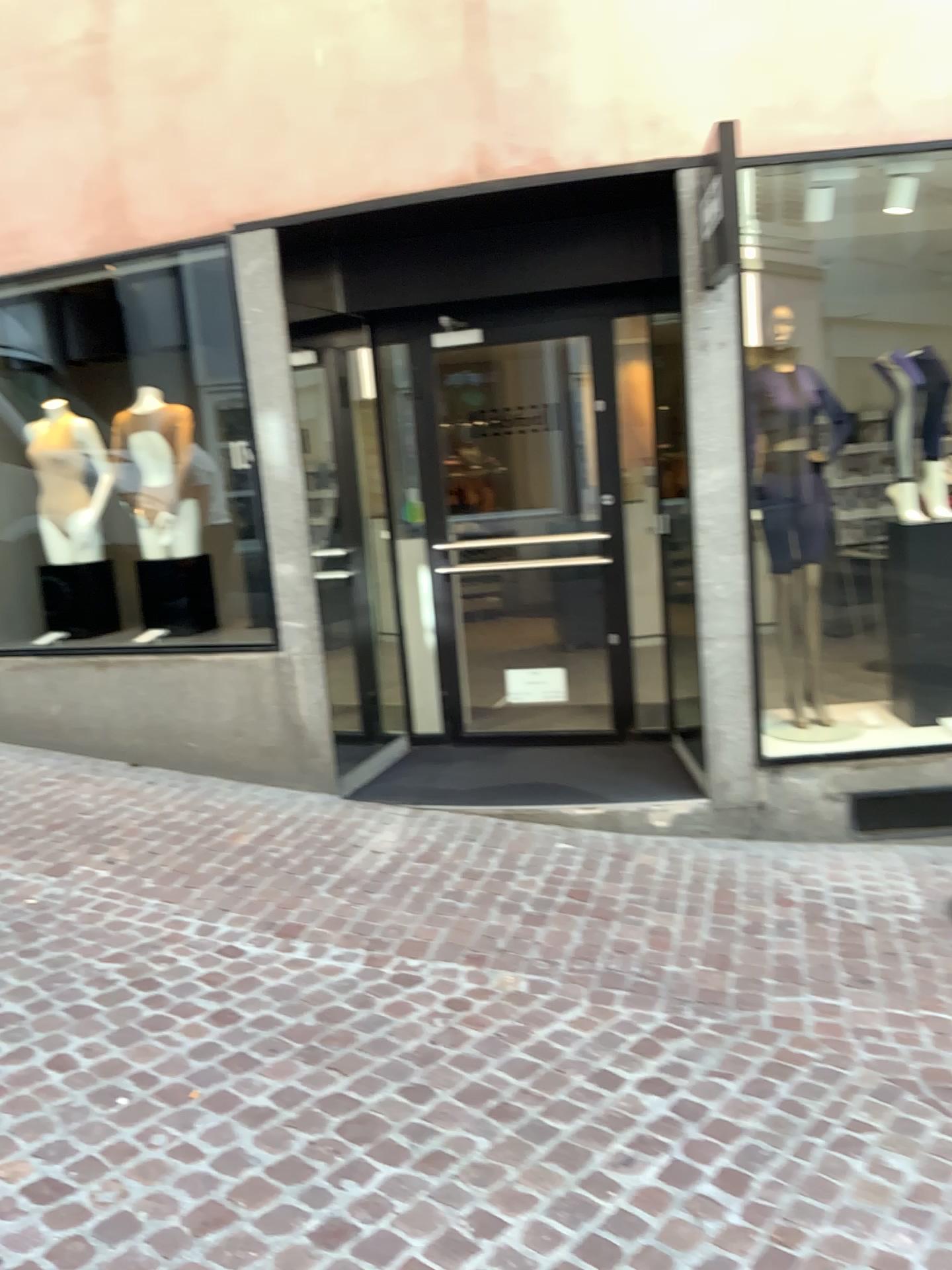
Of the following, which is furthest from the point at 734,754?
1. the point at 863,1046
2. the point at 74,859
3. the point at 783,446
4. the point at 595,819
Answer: the point at 74,859

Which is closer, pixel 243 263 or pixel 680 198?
pixel 680 198

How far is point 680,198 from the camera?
4.2 meters

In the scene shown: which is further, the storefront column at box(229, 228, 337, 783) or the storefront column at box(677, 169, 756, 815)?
the storefront column at box(229, 228, 337, 783)

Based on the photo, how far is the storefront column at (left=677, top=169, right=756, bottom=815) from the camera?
4.2 meters
